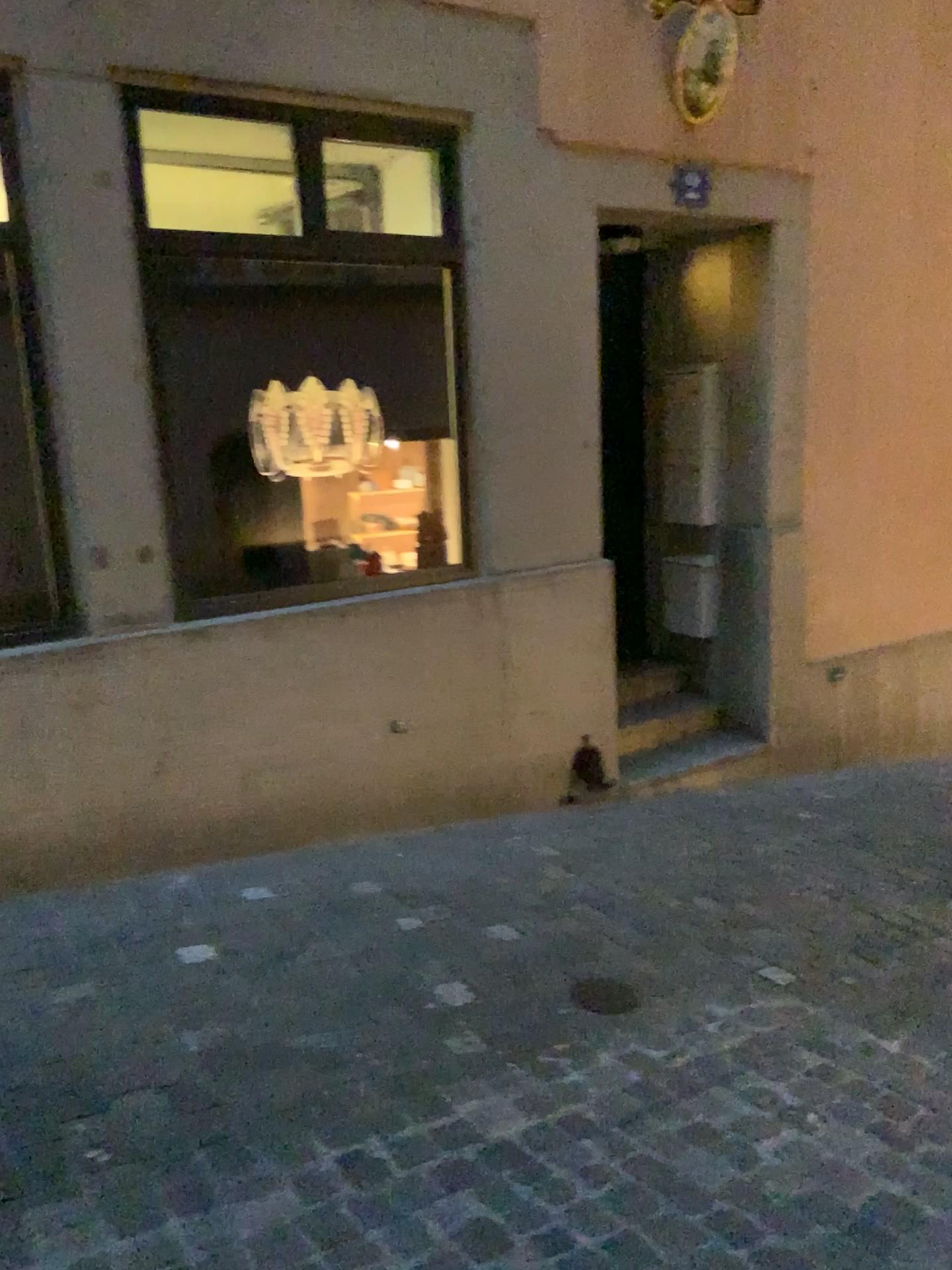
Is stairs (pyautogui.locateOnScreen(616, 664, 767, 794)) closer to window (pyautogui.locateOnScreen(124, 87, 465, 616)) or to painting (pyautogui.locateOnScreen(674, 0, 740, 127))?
window (pyautogui.locateOnScreen(124, 87, 465, 616))

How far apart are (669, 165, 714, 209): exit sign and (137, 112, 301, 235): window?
1.7m

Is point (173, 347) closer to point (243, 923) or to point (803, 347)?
point (243, 923)

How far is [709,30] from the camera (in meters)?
4.16

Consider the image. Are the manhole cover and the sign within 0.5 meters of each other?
no

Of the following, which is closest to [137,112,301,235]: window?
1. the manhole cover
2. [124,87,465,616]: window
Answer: [124,87,465,616]: window

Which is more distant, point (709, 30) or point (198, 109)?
point (709, 30)

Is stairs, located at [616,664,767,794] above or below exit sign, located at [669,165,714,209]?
below

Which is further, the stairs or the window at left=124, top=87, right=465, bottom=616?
the stairs

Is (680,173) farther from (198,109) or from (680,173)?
(198,109)
